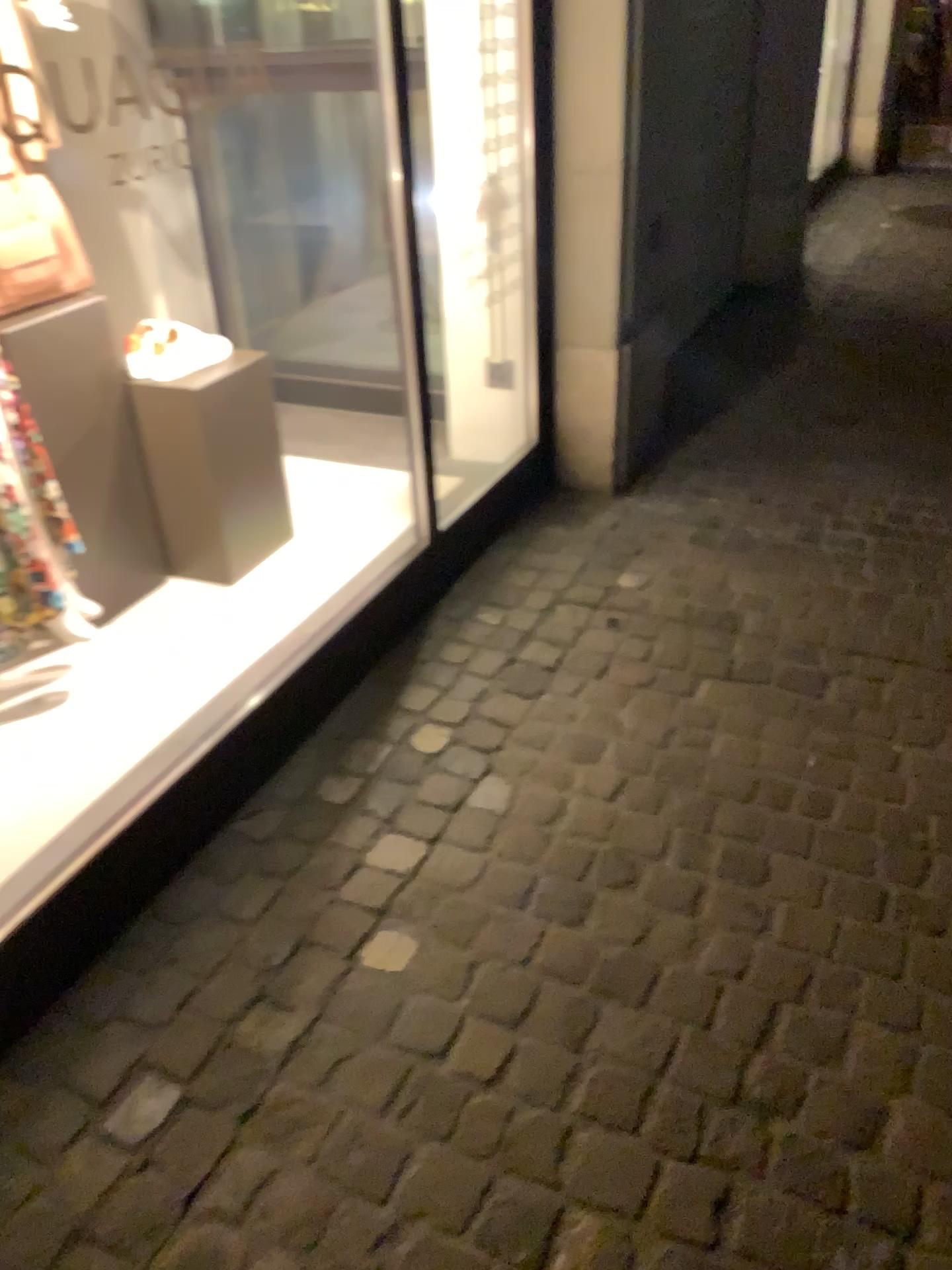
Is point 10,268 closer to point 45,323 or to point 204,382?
point 45,323

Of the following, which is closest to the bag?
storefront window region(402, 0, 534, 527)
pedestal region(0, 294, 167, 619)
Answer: pedestal region(0, 294, 167, 619)

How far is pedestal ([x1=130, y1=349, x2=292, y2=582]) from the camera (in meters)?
2.43

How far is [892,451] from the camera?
3.34m

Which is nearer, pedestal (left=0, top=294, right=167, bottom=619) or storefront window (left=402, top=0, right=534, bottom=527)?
pedestal (left=0, top=294, right=167, bottom=619)

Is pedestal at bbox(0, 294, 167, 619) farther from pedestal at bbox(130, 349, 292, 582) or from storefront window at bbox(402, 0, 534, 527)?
storefront window at bbox(402, 0, 534, 527)

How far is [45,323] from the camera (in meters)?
2.19

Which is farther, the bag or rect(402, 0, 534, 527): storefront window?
rect(402, 0, 534, 527): storefront window

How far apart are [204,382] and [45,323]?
0.4m
